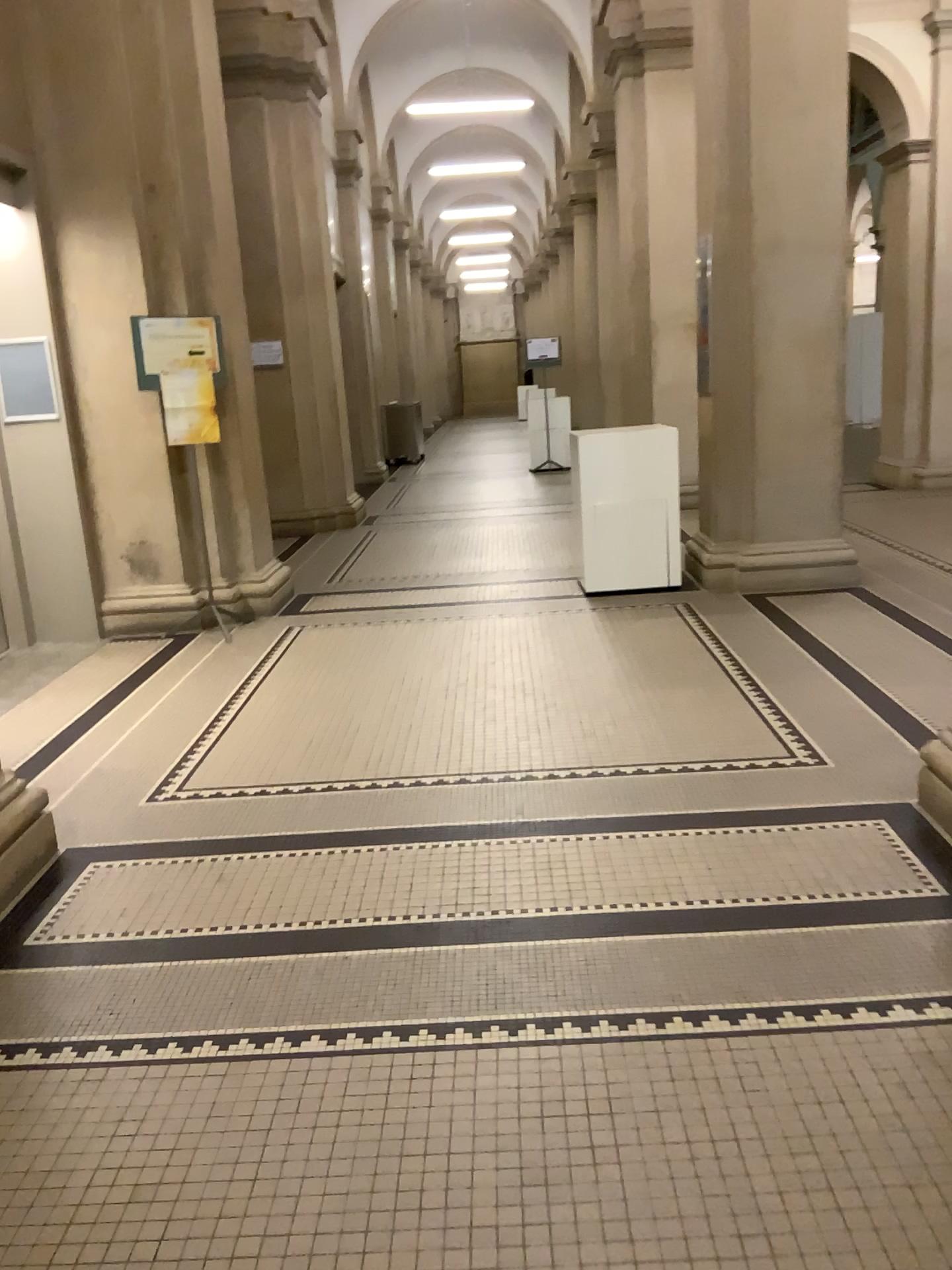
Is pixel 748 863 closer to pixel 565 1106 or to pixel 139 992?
pixel 565 1106
